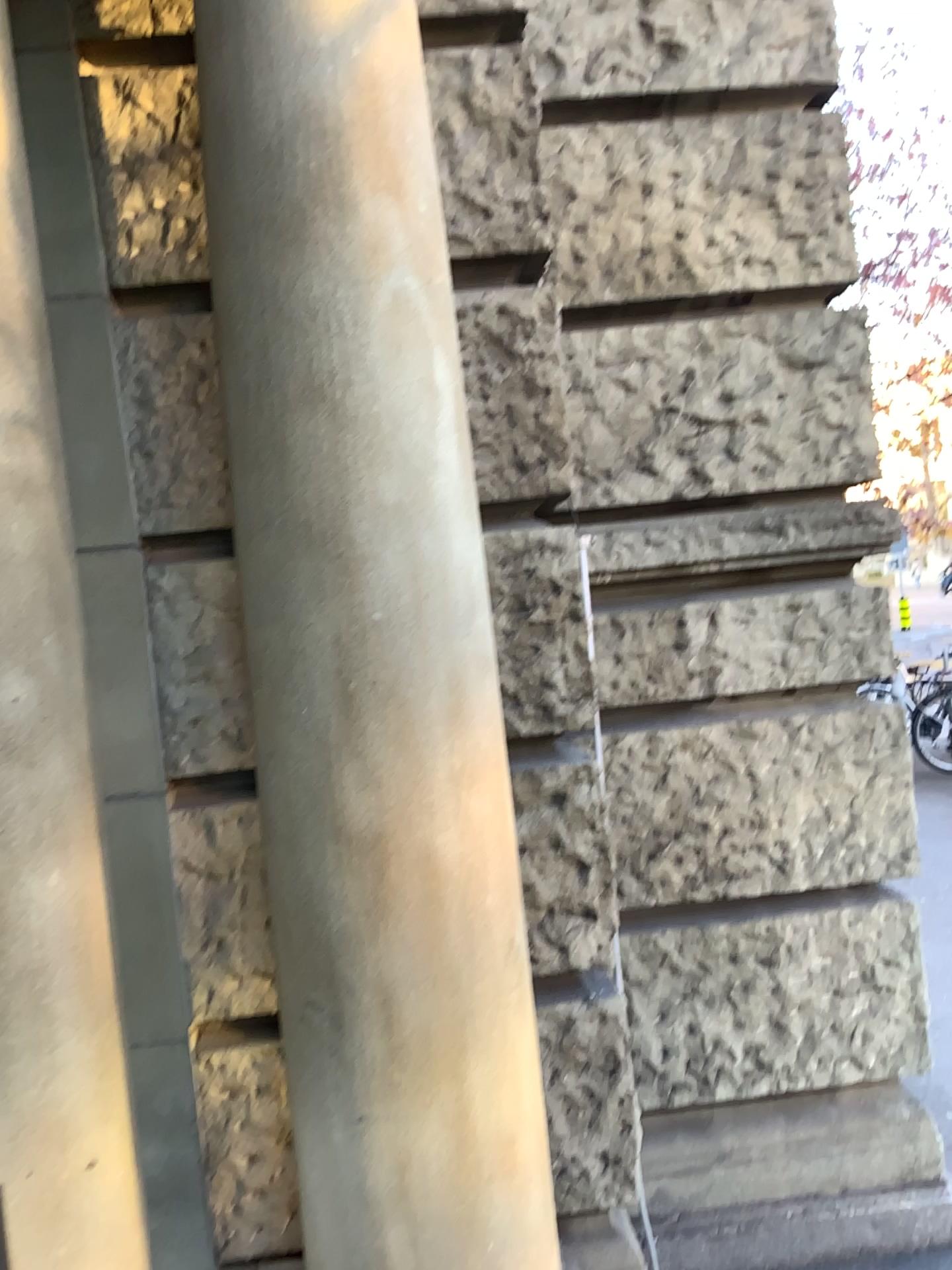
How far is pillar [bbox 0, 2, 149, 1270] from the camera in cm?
157

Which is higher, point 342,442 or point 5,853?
point 342,442

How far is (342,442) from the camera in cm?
157

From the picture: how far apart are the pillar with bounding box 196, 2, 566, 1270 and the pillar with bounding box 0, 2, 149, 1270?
0.3 meters

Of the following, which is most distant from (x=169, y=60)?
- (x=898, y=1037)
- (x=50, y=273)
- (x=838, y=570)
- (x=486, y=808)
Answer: (x=898, y=1037)

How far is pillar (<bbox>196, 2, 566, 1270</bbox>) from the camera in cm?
157

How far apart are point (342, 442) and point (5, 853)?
0.79m
